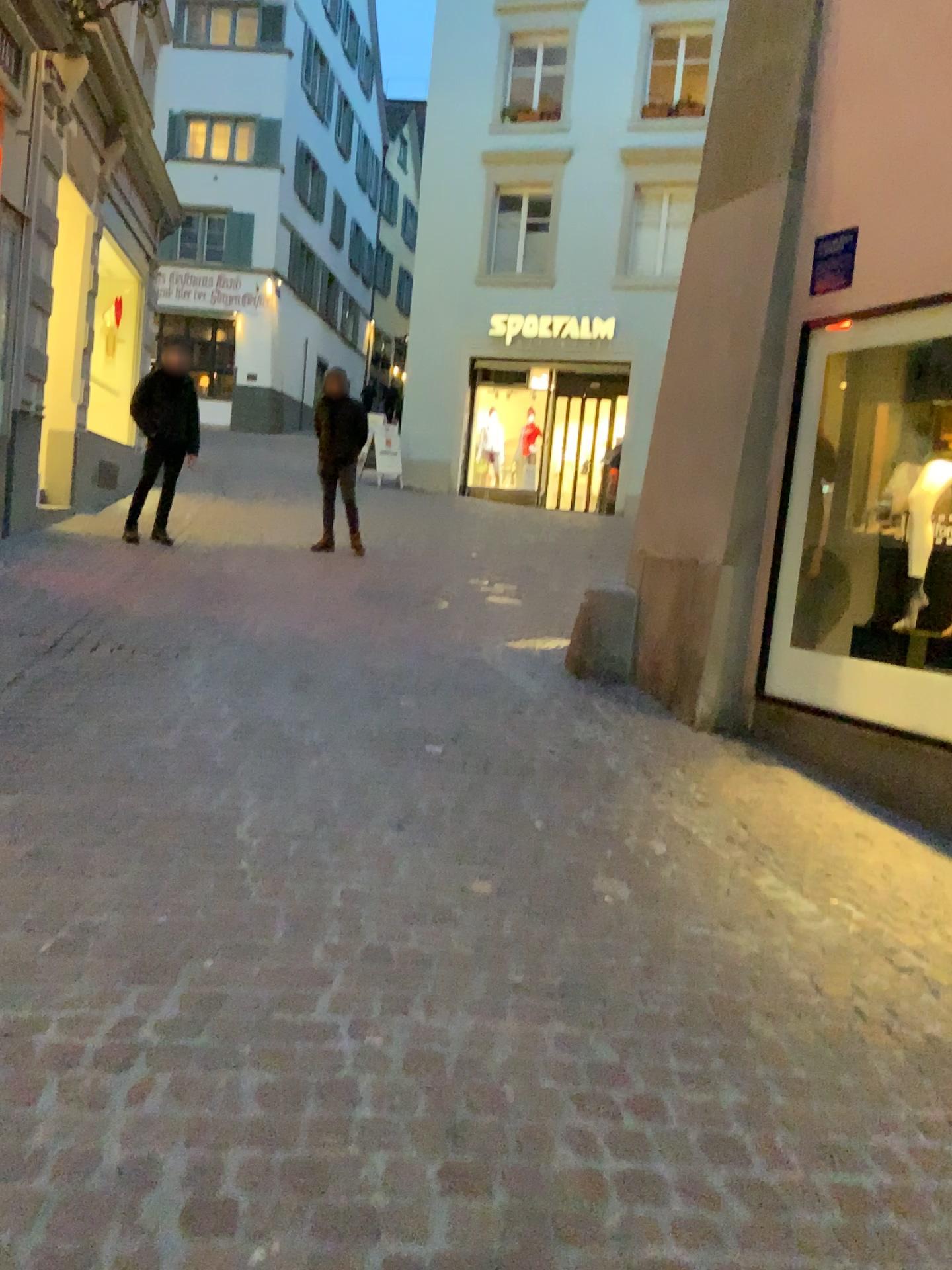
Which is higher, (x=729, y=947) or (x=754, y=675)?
(x=754, y=675)
